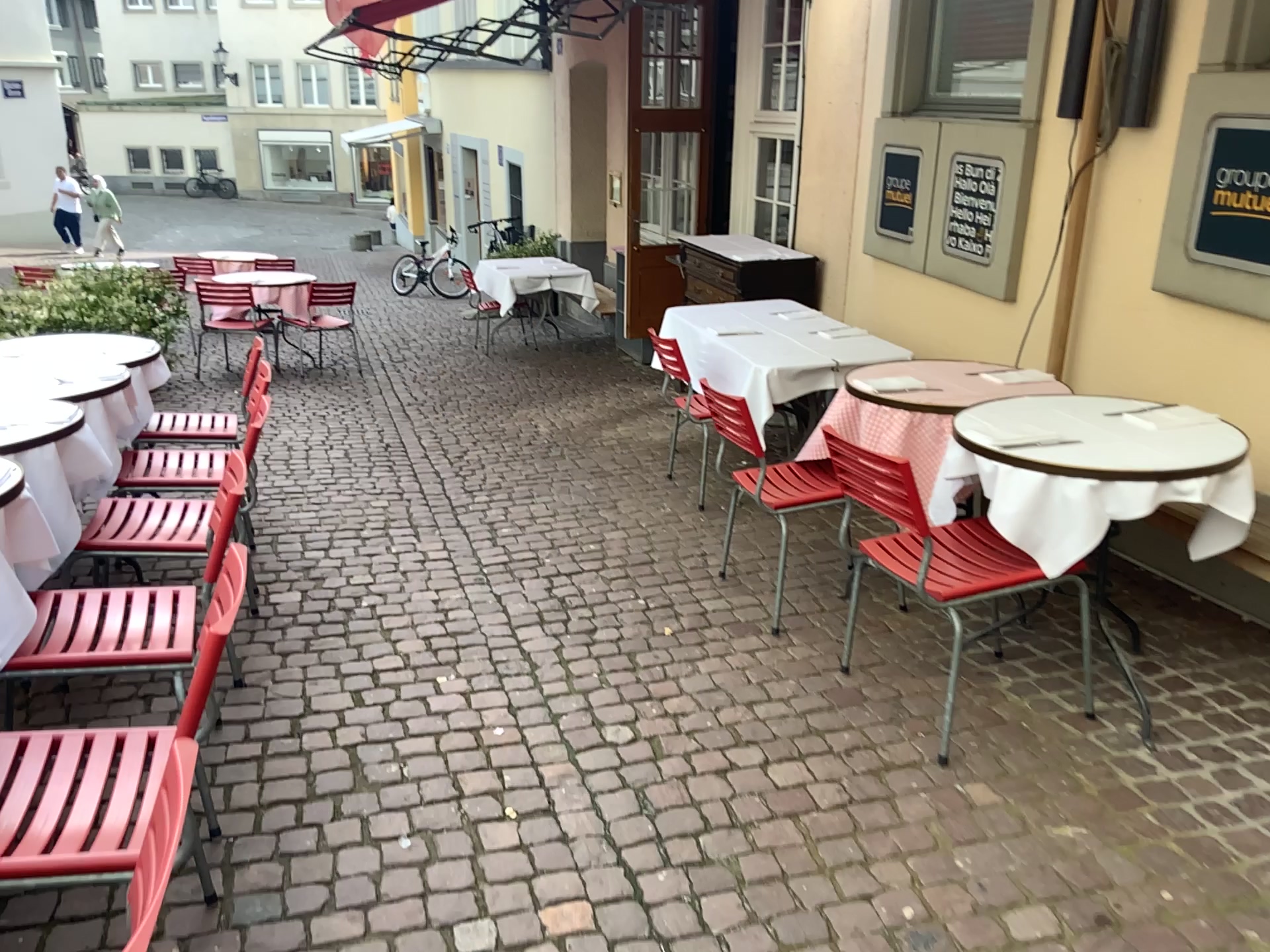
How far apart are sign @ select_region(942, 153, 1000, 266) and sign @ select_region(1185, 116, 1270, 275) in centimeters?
124cm

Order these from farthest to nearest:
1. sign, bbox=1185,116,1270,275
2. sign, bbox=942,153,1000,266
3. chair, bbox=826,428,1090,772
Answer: sign, bbox=942,153,1000,266 < sign, bbox=1185,116,1270,275 < chair, bbox=826,428,1090,772

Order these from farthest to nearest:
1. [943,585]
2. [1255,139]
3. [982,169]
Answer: [982,169] < [1255,139] < [943,585]

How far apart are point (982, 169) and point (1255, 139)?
1.5m

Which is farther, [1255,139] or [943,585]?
[1255,139]

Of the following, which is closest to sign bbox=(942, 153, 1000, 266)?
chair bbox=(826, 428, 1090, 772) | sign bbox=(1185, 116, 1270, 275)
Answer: sign bbox=(1185, 116, 1270, 275)

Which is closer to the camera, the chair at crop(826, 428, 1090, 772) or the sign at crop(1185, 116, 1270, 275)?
the chair at crop(826, 428, 1090, 772)

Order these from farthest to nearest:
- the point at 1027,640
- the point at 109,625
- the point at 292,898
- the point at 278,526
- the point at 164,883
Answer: the point at 278,526 → the point at 1027,640 → the point at 109,625 → the point at 292,898 → the point at 164,883

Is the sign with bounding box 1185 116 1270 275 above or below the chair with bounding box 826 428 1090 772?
above

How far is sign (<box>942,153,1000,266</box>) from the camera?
4.6m
